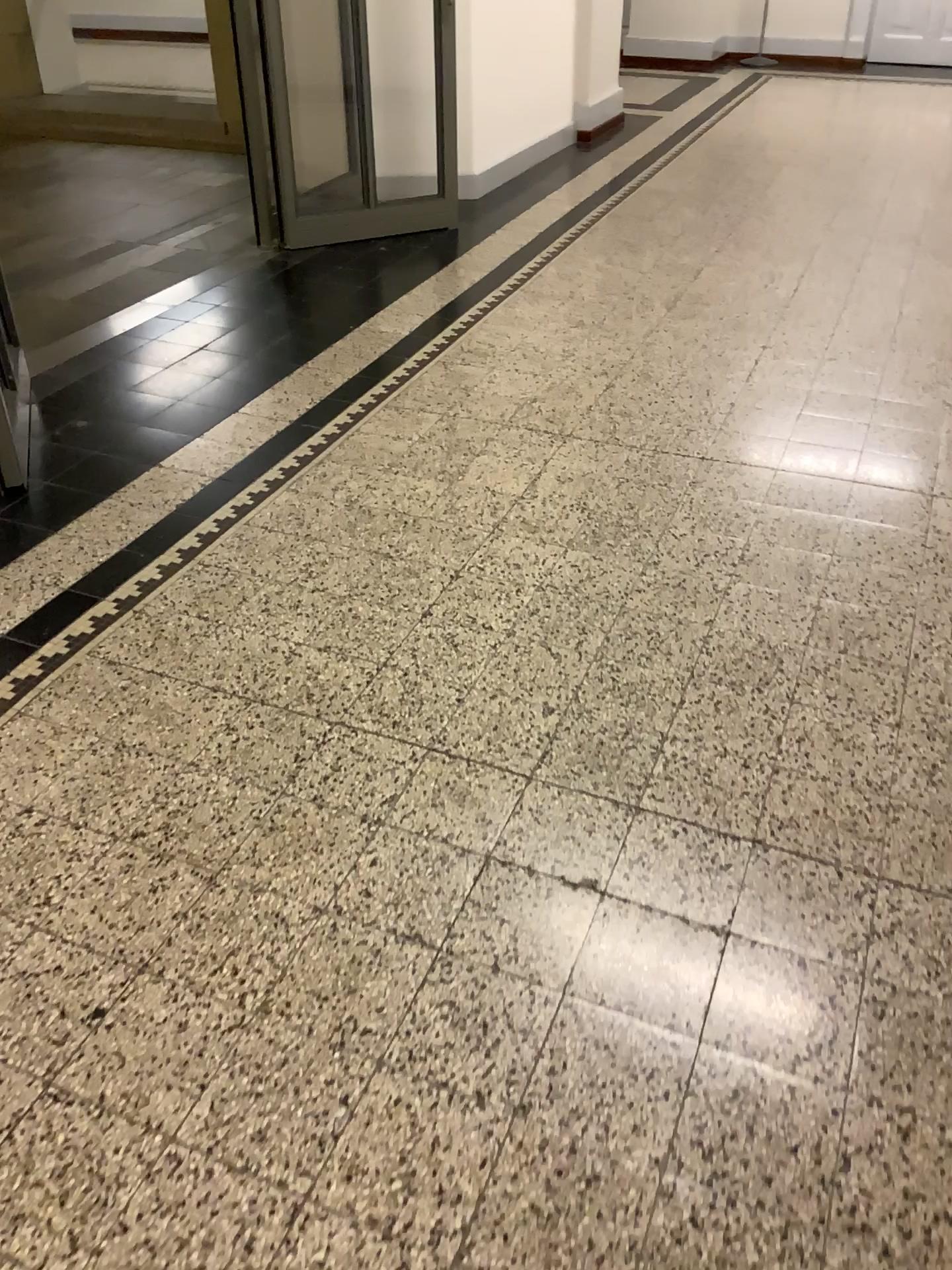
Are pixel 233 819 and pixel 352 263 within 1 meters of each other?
no
